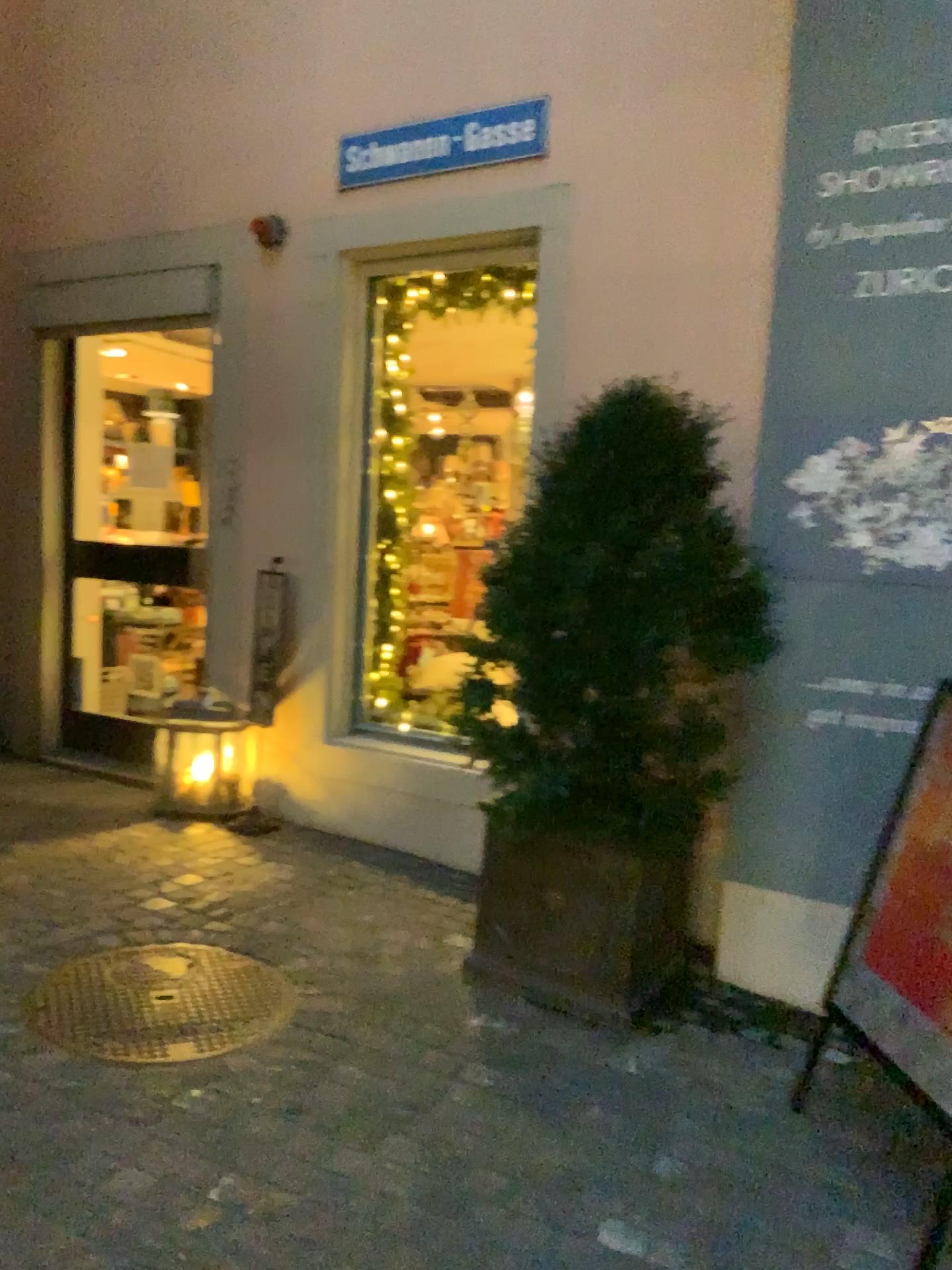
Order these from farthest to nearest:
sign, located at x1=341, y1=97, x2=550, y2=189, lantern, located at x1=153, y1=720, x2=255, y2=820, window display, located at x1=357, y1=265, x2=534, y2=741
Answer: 1. lantern, located at x1=153, y1=720, x2=255, y2=820
2. window display, located at x1=357, y1=265, x2=534, y2=741
3. sign, located at x1=341, y1=97, x2=550, y2=189

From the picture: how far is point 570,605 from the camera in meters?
2.8

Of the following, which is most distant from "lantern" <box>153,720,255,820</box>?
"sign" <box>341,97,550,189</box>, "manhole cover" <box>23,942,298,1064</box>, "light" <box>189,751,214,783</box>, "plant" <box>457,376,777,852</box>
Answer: "sign" <box>341,97,550,189</box>

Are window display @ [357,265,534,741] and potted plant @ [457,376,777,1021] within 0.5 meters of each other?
no

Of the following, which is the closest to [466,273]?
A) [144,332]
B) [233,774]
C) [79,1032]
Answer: [144,332]

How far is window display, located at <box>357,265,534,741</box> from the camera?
4.3m

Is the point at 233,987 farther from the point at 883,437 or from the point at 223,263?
the point at 223,263

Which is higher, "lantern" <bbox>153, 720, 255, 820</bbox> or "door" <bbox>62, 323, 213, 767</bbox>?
"door" <bbox>62, 323, 213, 767</bbox>

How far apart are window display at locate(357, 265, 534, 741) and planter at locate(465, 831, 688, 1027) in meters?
1.3

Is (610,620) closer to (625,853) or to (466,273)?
(625,853)
